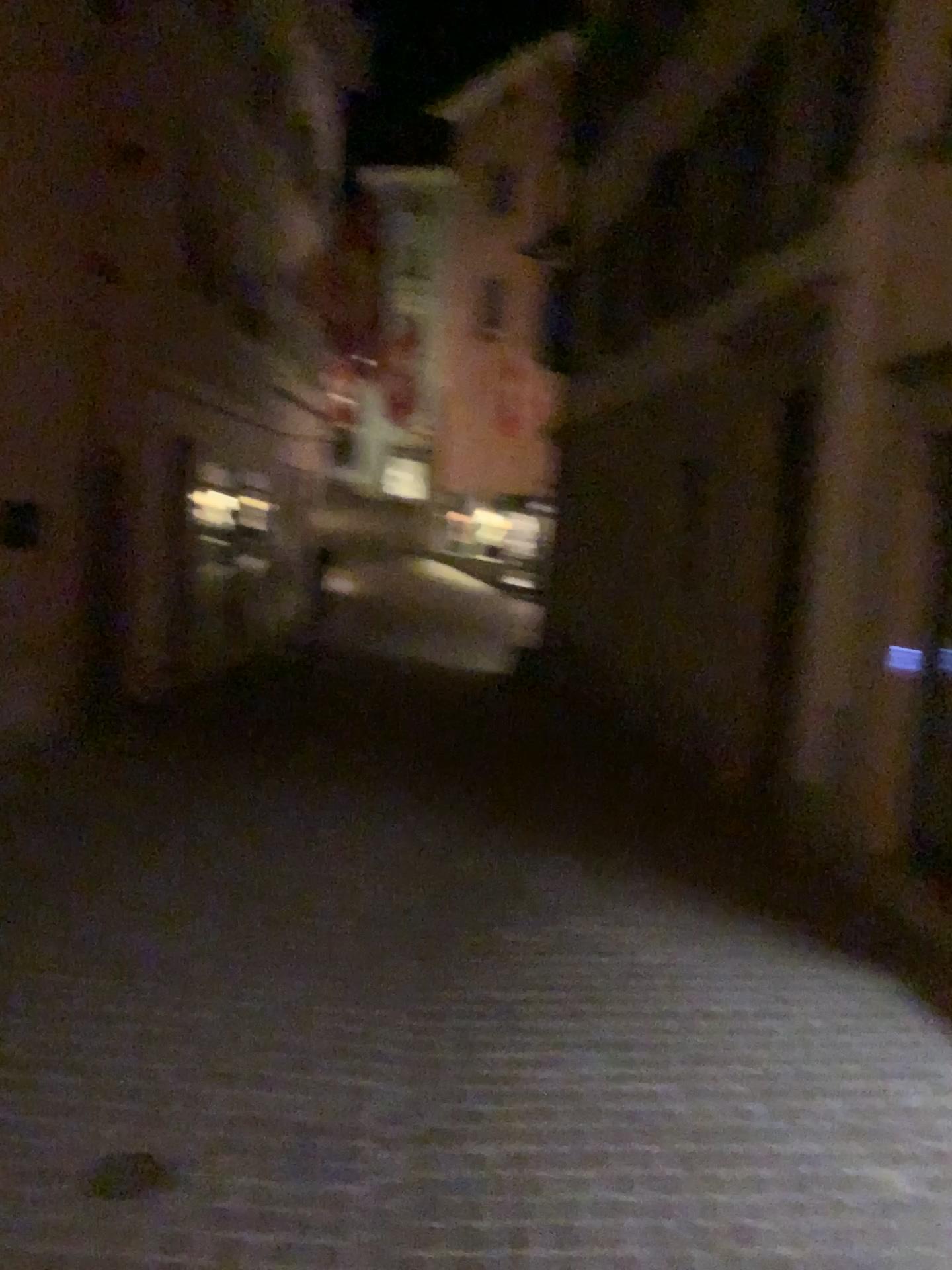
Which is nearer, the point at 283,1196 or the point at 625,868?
the point at 283,1196

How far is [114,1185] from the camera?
2.6m

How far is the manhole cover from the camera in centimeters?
256cm
